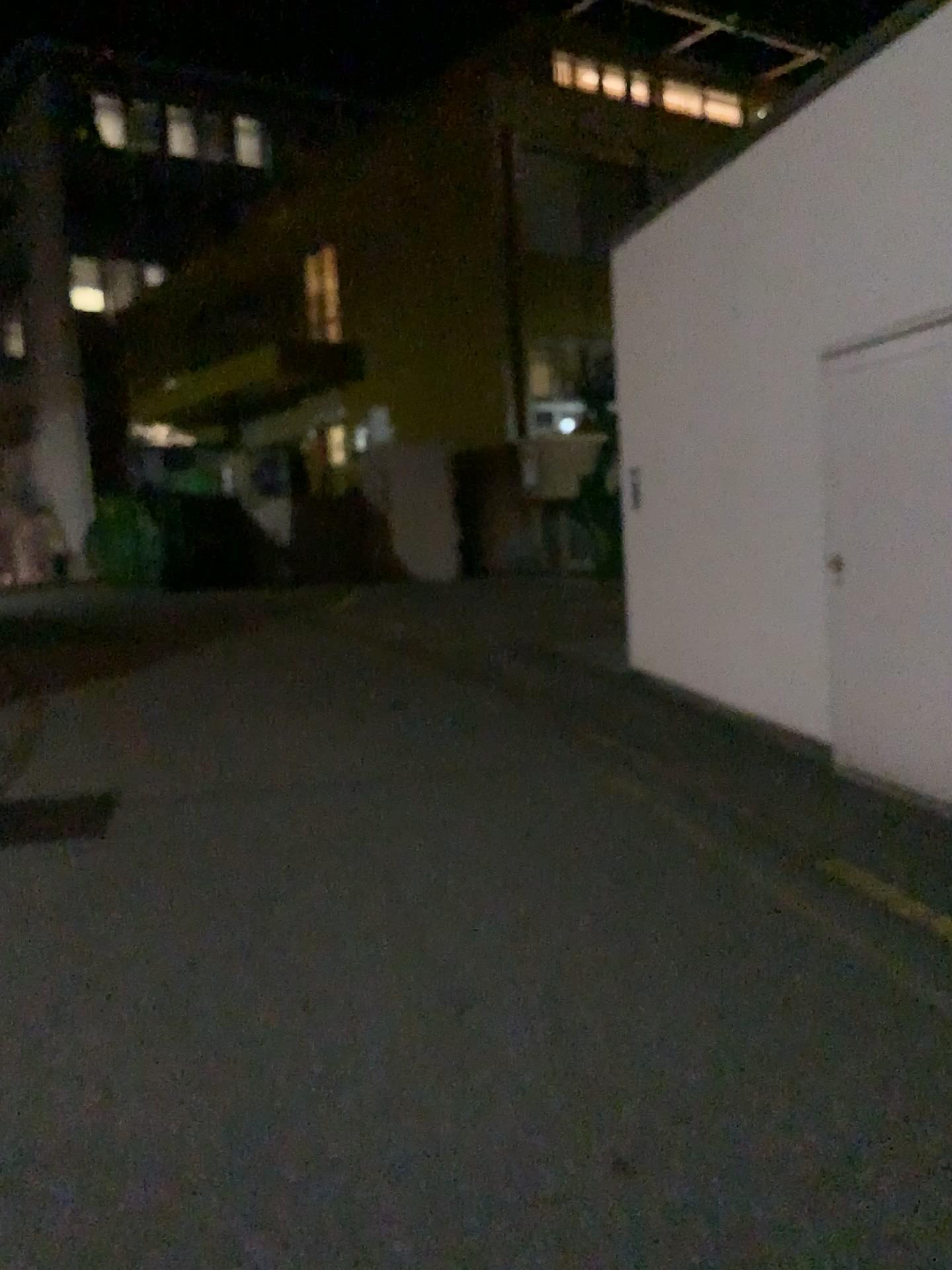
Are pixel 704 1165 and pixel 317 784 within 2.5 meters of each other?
no
